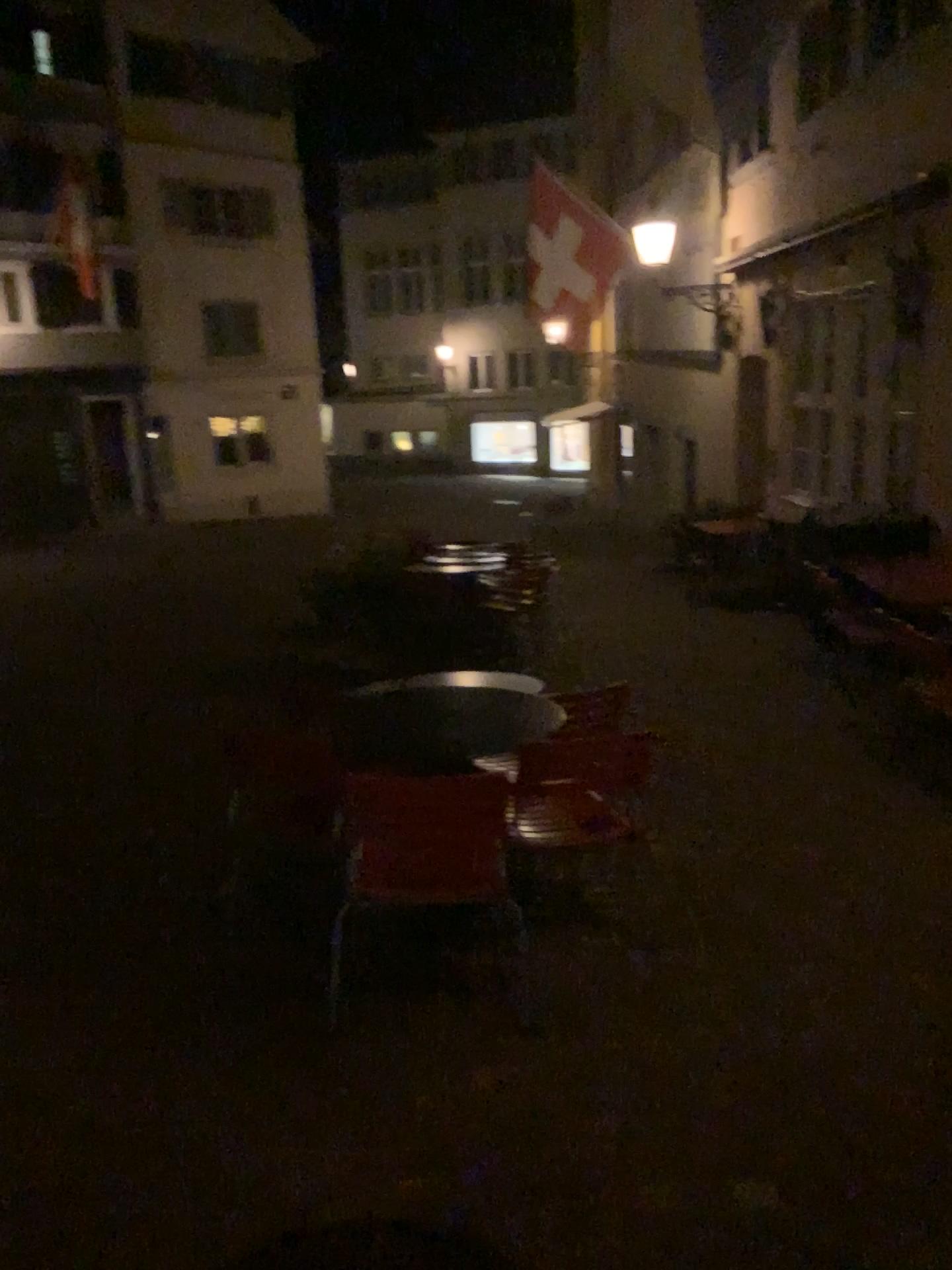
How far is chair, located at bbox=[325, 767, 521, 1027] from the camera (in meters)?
2.94

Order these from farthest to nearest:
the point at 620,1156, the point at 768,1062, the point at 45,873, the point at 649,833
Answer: the point at 649,833
the point at 45,873
the point at 768,1062
the point at 620,1156

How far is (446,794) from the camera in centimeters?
294cm
